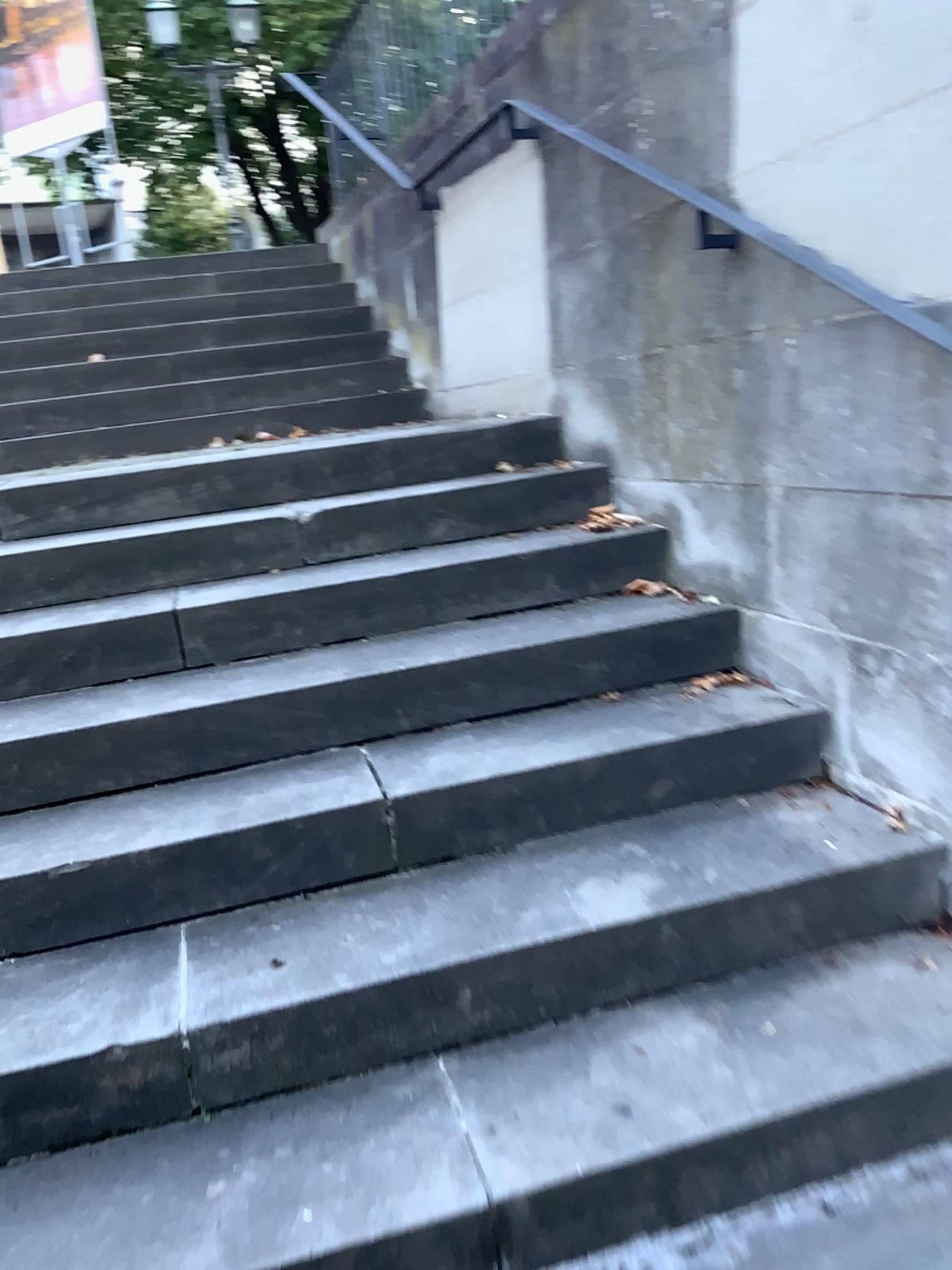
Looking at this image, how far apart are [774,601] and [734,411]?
0.4 meters
